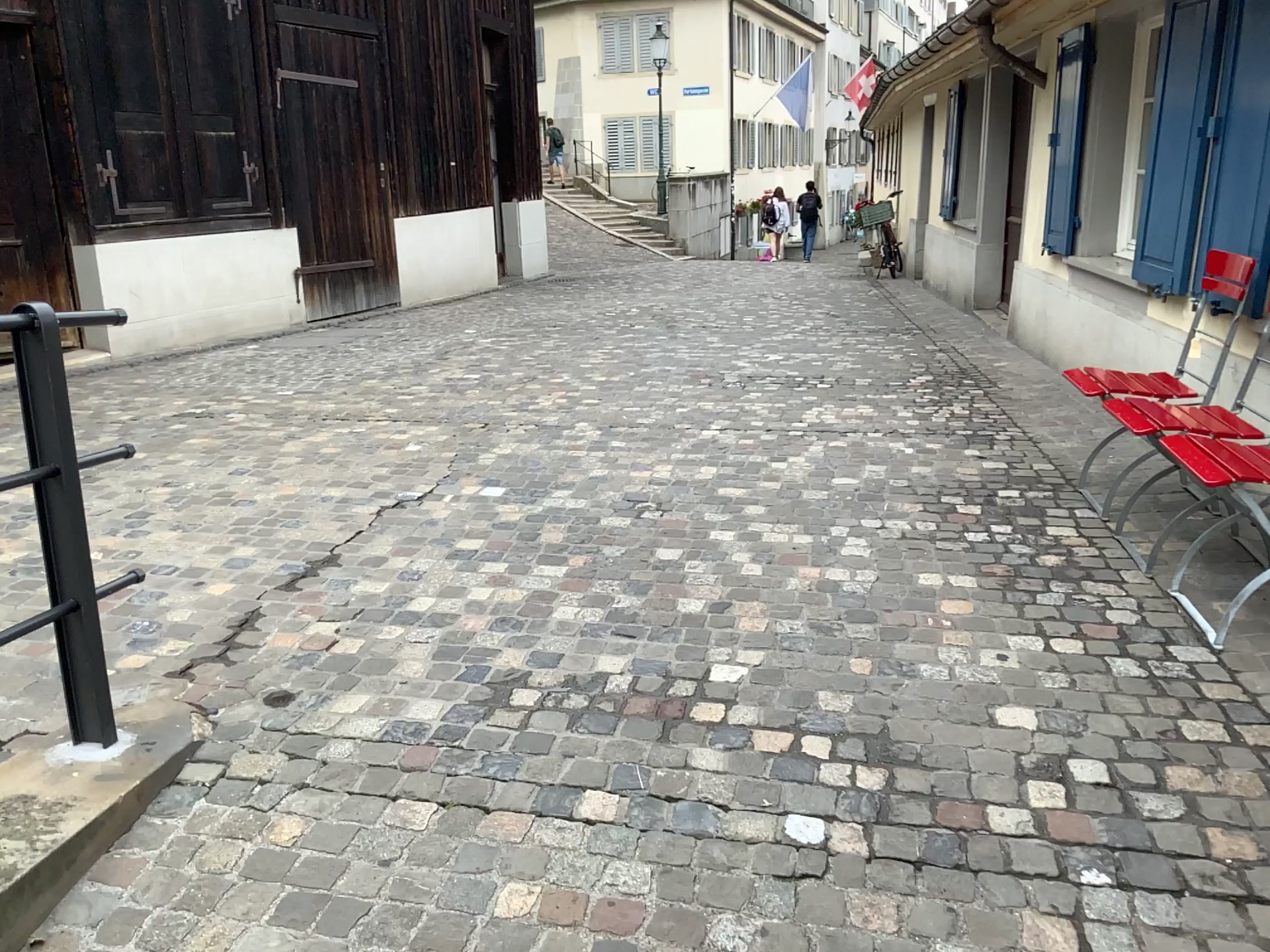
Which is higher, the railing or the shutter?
the shutter

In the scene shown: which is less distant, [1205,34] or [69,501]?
[69,501]

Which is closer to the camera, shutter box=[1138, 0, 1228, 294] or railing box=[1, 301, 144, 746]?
railing box=[1, 301, 144, 746]

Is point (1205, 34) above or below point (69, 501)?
above

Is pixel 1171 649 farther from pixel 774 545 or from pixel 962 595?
pixel 774 545
